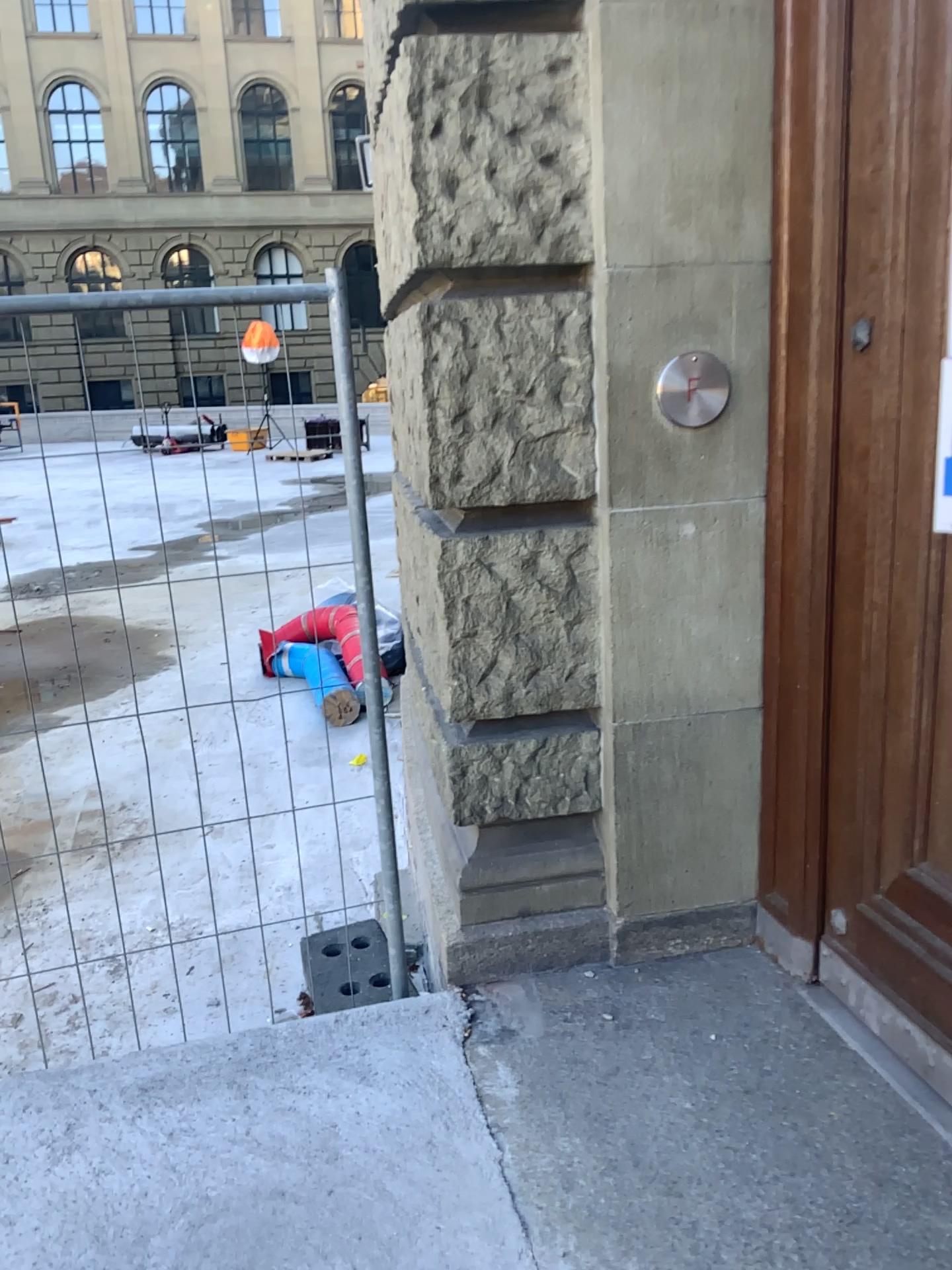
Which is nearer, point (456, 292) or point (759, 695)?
point (456, 292)

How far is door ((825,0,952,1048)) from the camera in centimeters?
185cm

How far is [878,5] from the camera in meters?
1.8 m
